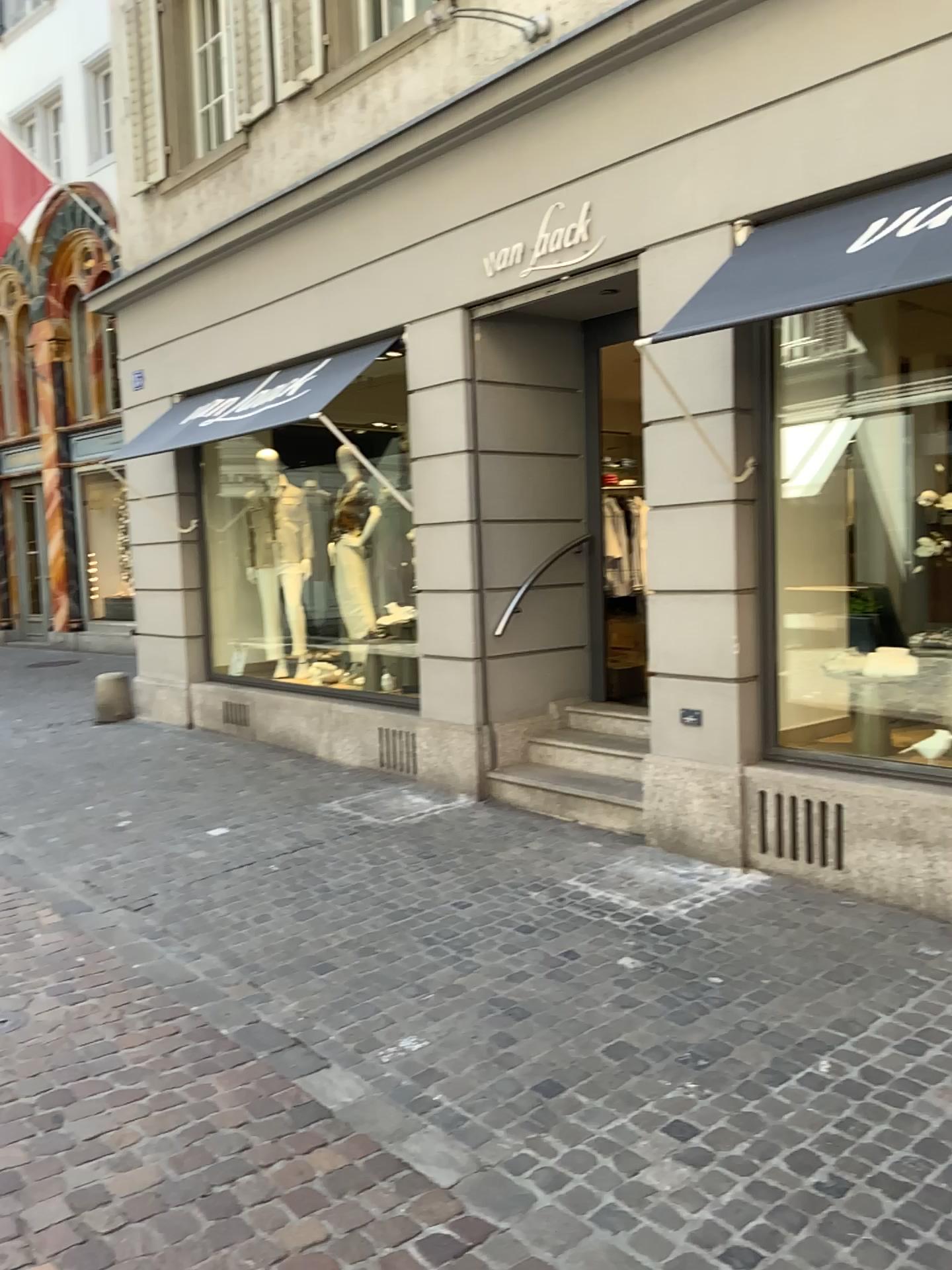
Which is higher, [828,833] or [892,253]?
[892,253]

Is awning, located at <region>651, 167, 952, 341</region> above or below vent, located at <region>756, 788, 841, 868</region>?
above

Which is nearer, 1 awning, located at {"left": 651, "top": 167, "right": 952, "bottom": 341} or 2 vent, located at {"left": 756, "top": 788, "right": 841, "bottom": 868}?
1 awning, located at {"left": 651, "top": 167, "right": 952, "bottom": 341}

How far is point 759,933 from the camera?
4.1m

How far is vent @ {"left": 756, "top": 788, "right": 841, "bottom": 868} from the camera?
4.53m

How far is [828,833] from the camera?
4.5m

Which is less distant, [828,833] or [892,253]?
[892,253]
